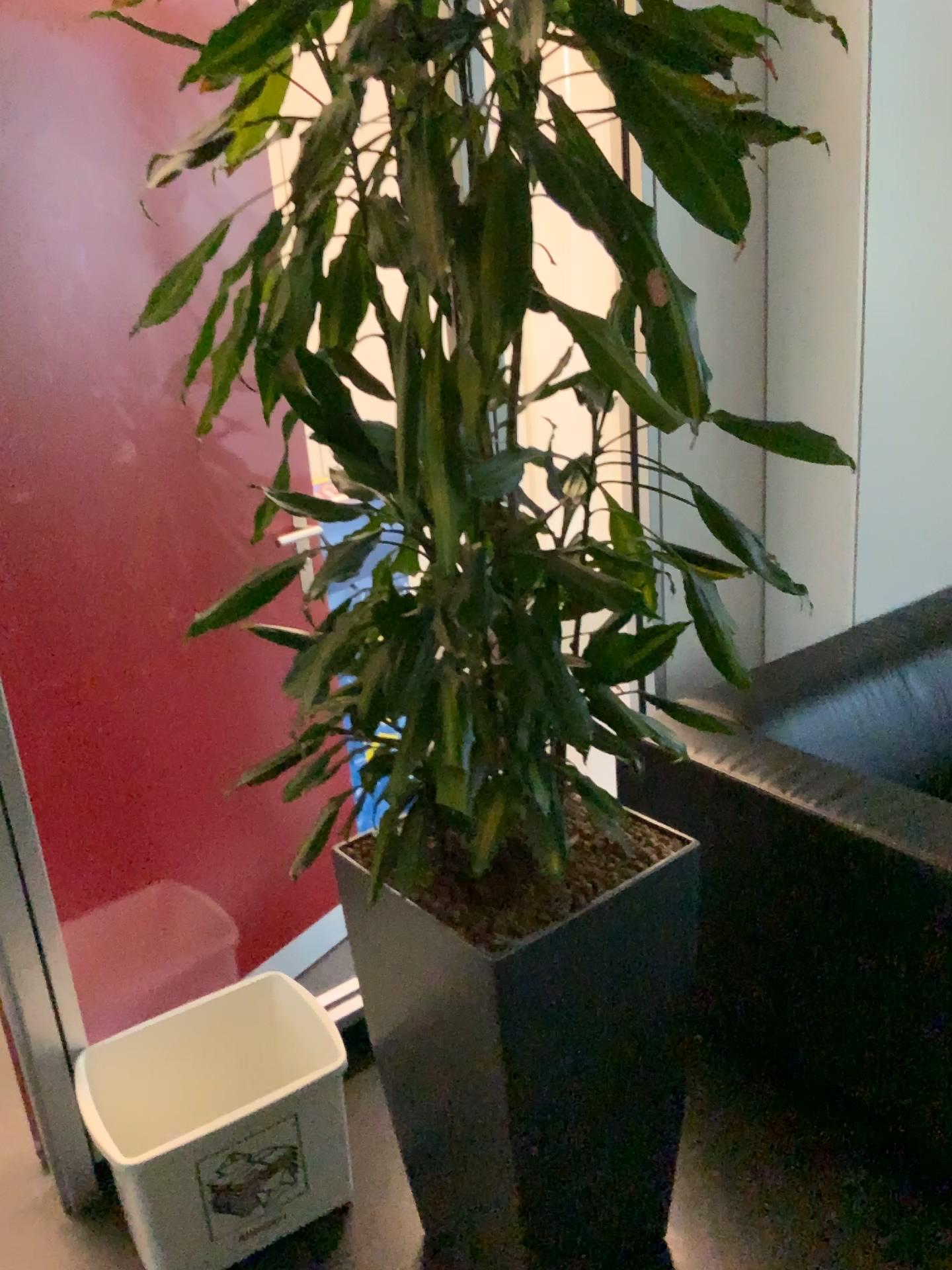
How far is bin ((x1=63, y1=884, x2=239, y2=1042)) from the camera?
2.0 meters

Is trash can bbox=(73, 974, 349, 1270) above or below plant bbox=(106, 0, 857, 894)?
below

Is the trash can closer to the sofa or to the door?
the door

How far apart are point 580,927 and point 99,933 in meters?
1.1 m

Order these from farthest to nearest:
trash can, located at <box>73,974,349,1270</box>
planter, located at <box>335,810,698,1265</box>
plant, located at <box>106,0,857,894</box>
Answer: trash can, located at <box>73,974,349,1270</box> → planter, located at <box>335,810,698,1265</box> → plant, located at <box>106,0,857,894</box>

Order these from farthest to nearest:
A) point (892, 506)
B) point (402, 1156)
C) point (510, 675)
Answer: point (892, 506), point (402, 1156), point (510, 675)

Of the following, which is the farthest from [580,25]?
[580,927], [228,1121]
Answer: [228,1121]

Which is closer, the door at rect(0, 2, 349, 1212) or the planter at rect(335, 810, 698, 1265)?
the planter at rect(335, 810, 698, 1265)

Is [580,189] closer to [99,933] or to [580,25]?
[580,25]

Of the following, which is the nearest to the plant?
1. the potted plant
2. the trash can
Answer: the potted plant
